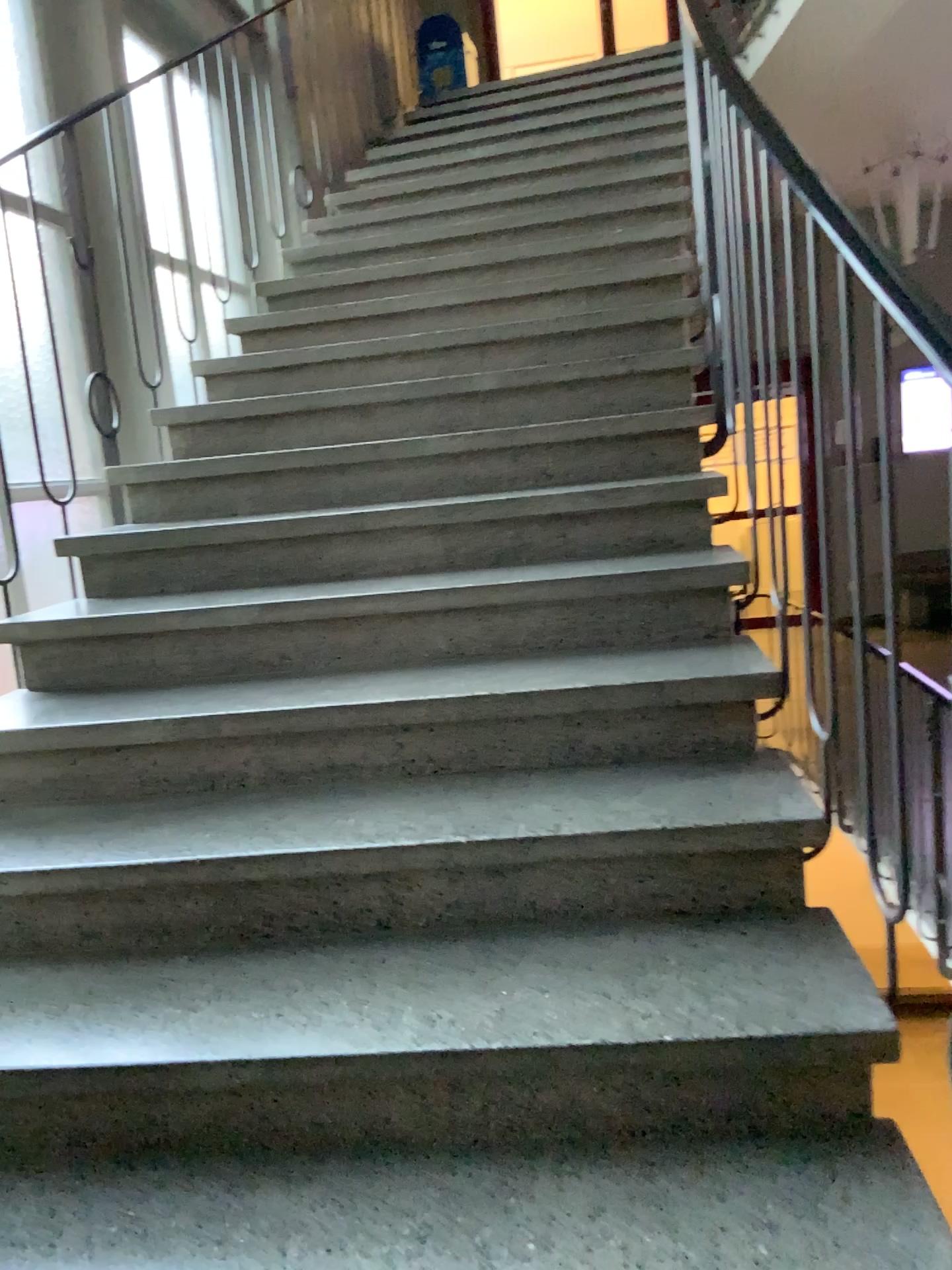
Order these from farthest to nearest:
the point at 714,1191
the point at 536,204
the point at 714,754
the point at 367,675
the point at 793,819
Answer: the point at 536,204
the point at 367,675
the point at 714,754
the point at 793,819
the point at 714,1191
